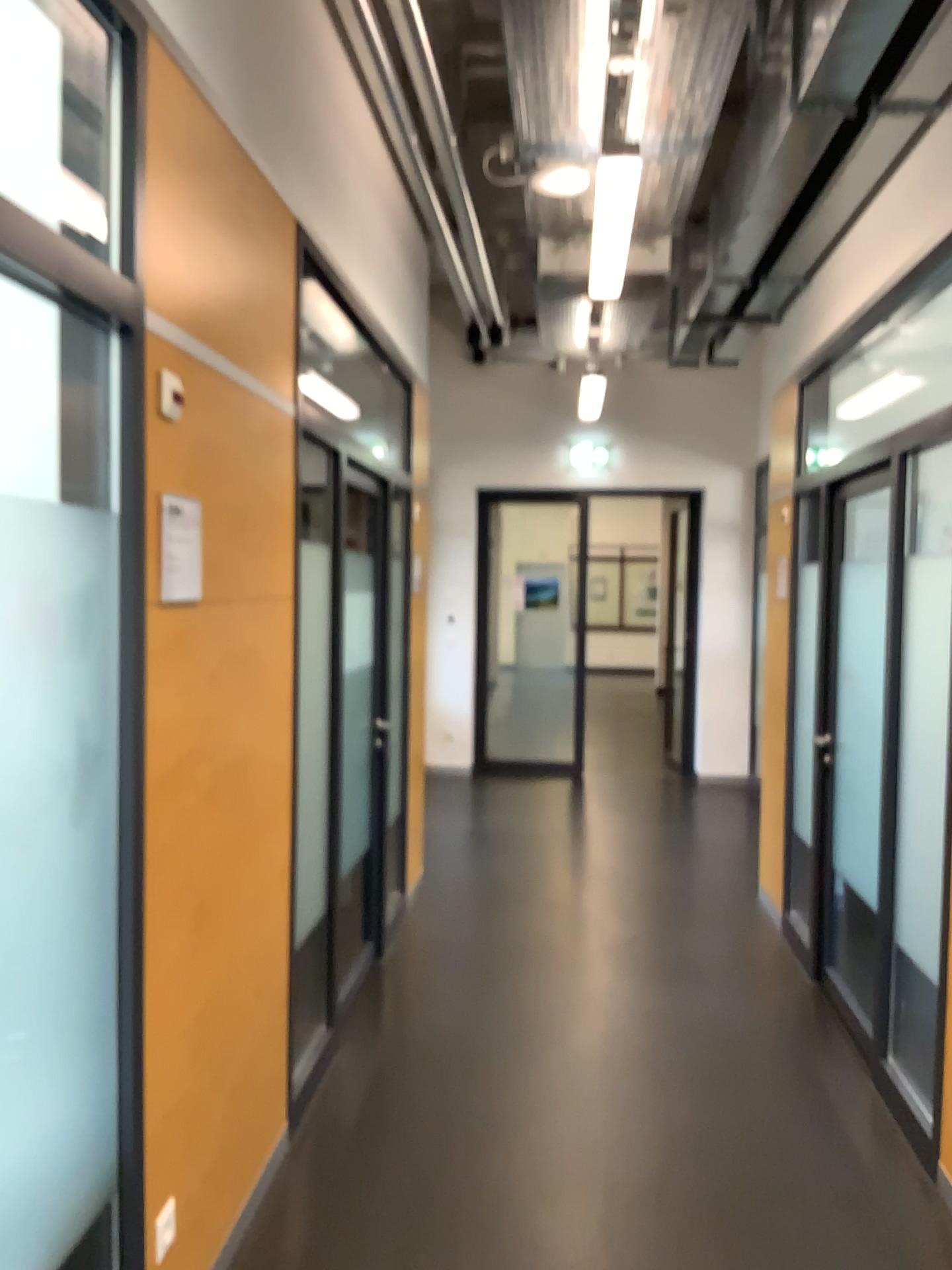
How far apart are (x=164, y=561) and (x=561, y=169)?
2.7 meters

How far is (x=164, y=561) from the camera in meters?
2.0 m

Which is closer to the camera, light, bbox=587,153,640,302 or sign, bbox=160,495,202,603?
sign, bbox=160,495,202,603

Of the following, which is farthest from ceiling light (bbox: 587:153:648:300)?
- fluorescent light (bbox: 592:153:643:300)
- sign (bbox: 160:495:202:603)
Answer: sign (bbox: 160:495:202:603)

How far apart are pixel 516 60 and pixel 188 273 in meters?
1.8

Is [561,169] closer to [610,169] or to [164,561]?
[610,169]

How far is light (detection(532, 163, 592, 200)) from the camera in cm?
399

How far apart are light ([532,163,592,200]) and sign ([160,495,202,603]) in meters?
2.5

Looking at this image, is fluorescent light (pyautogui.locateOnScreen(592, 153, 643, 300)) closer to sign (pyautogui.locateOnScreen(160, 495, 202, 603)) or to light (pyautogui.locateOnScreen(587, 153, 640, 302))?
light (pyautogui.locateOnScreen(587, 153, 640, 302))

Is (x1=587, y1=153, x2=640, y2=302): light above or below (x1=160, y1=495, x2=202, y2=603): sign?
above
